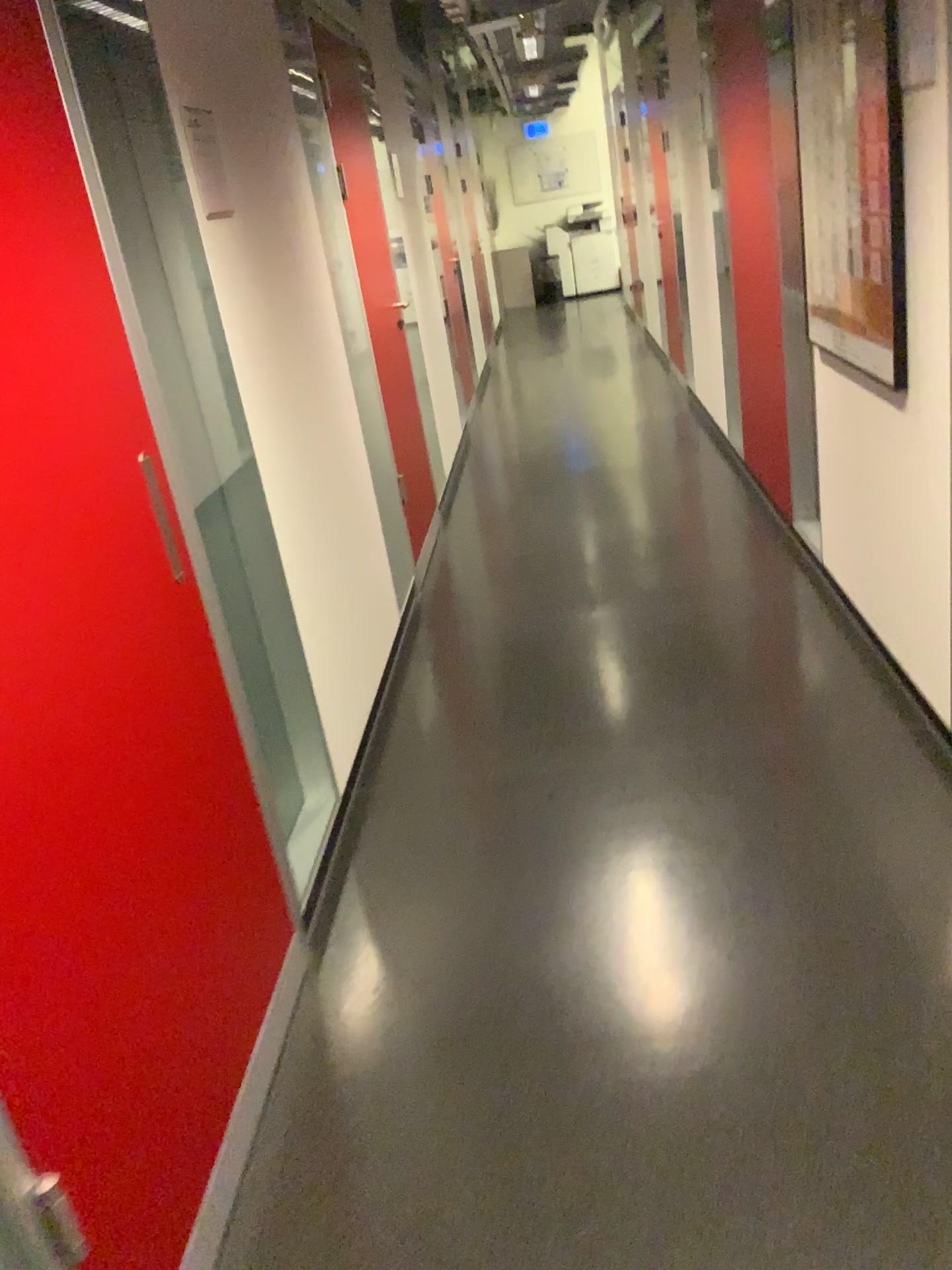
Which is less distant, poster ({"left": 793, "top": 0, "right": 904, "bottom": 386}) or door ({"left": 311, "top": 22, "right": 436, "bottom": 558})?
poster ({"left": 793, "top": 0, "right": 904, "bottom": 386})

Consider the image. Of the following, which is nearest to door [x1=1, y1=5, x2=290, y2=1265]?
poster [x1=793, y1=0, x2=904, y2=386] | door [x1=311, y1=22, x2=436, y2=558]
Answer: poster [x1=793, y1=0, x2=904, y2=386]

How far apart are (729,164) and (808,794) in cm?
286

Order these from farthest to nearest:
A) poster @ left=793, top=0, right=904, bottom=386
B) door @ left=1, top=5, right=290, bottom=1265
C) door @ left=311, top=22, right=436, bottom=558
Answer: door @ left=311, top=22, right=436, bottom=558 < poster @ left=793, top=0, right=904, bottom=386 < door @ left=1, top=5, right=290, bottom=1265

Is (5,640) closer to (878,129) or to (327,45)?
(878,129)

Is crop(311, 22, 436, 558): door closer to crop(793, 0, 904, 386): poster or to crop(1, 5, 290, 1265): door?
crop(793, 0, 904, 386): poster

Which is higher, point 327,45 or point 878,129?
point 327,45

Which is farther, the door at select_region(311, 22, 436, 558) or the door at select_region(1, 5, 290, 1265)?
the door at select_region(311, 22, 436, 558)

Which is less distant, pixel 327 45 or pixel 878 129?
pixel 878 129
